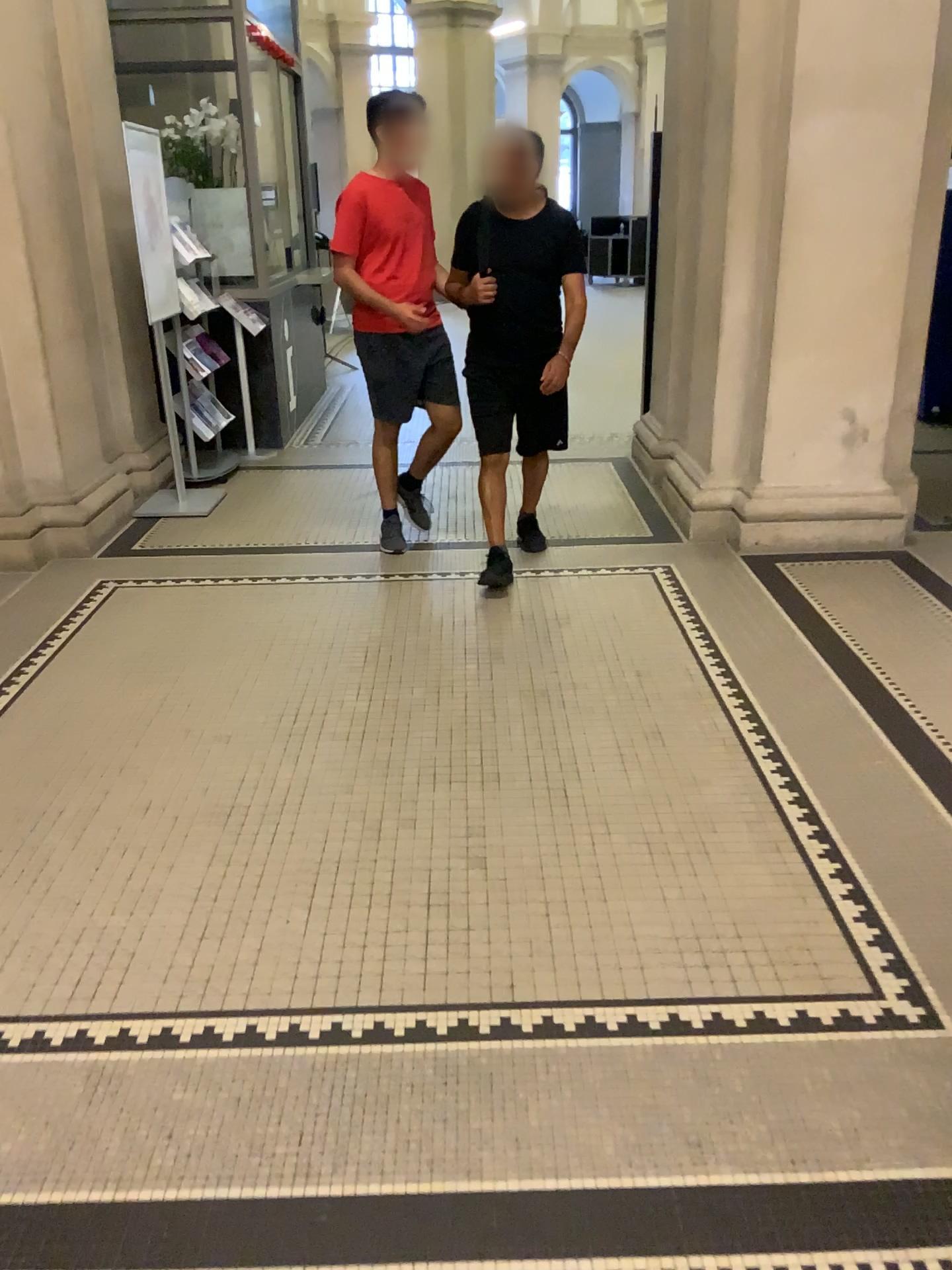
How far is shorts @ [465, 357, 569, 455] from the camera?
4.2 meters

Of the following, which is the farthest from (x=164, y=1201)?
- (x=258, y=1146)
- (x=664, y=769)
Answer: (x=664, y=769)

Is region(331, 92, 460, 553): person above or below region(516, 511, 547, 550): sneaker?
above

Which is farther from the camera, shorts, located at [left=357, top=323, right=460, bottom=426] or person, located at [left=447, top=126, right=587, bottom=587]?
shorts, located at [left=357, top=323, right=460, bottom=426]

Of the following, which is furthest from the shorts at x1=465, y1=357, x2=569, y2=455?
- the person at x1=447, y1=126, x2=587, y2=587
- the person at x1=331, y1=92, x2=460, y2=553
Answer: the person at x1=331, y1=92, x2=460, y2=553

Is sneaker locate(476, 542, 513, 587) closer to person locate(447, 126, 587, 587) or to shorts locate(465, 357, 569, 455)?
person locate(447, 126, 587, 587)

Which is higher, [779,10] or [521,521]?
[779,10]

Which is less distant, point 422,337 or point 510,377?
point 510,377

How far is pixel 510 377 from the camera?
4.2 meters

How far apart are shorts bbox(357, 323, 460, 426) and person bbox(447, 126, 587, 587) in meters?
0.3
